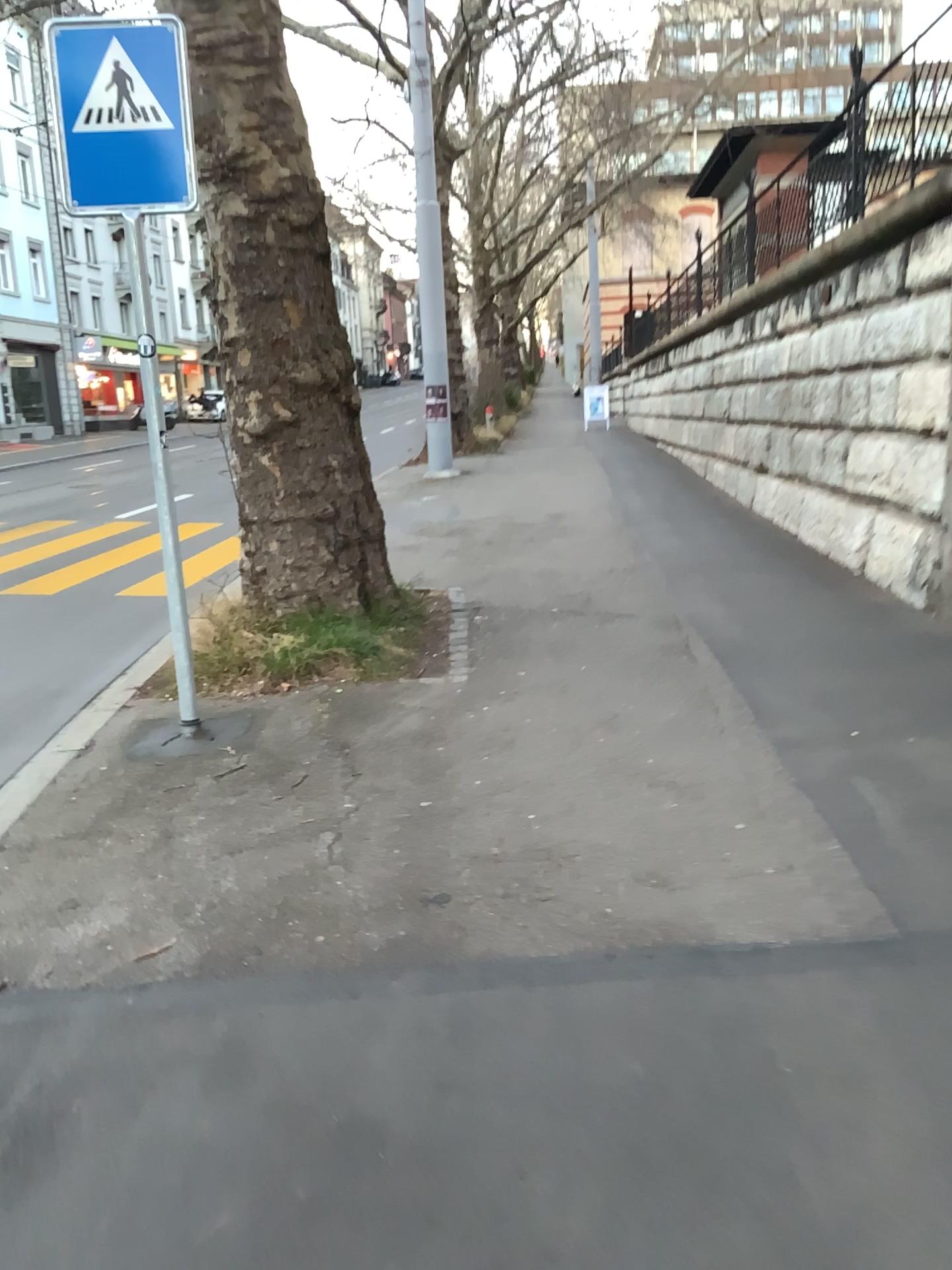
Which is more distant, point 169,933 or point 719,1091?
point 169,933
